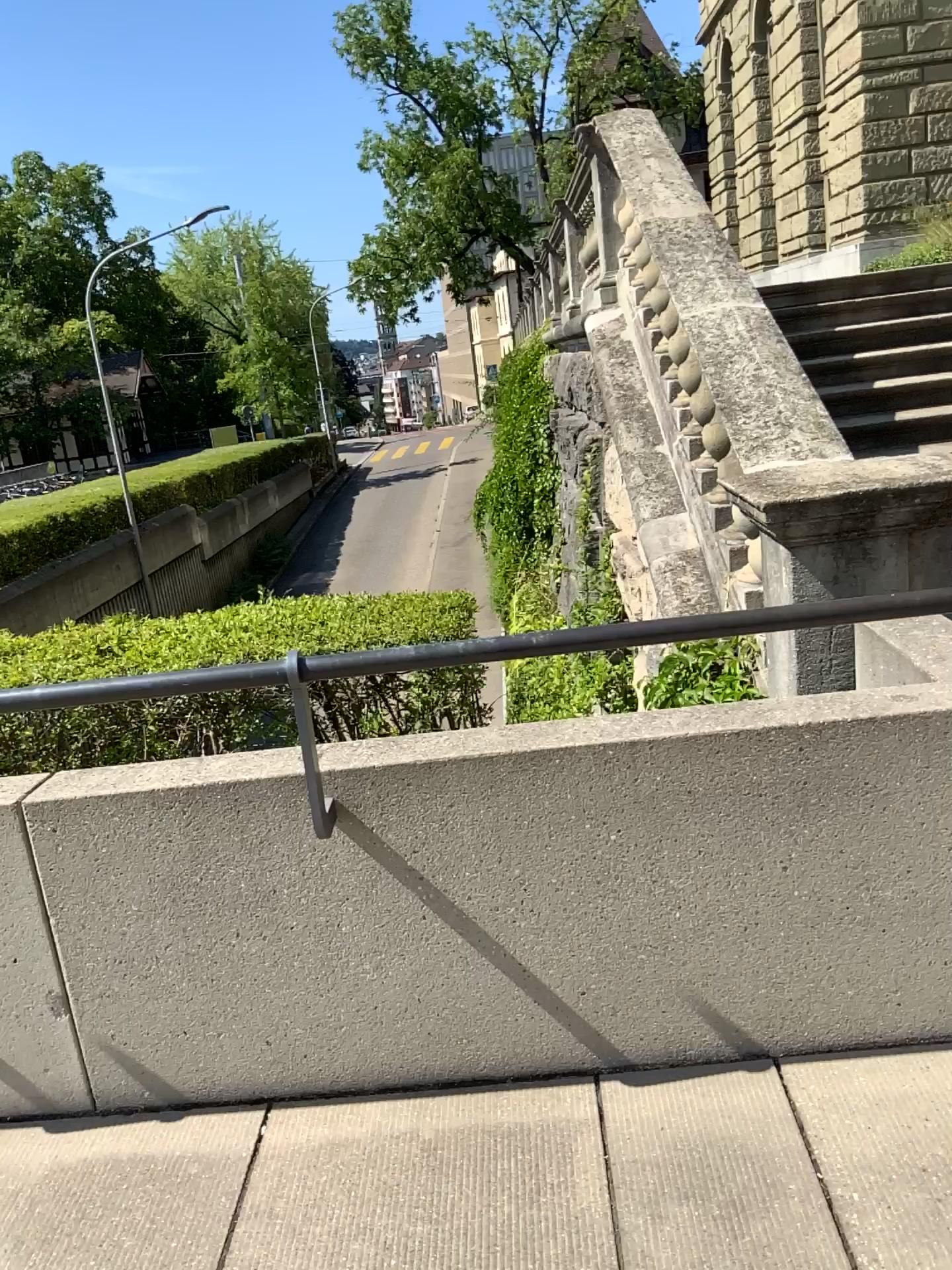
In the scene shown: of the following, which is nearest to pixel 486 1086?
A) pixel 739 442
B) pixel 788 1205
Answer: pixel 788 1205
